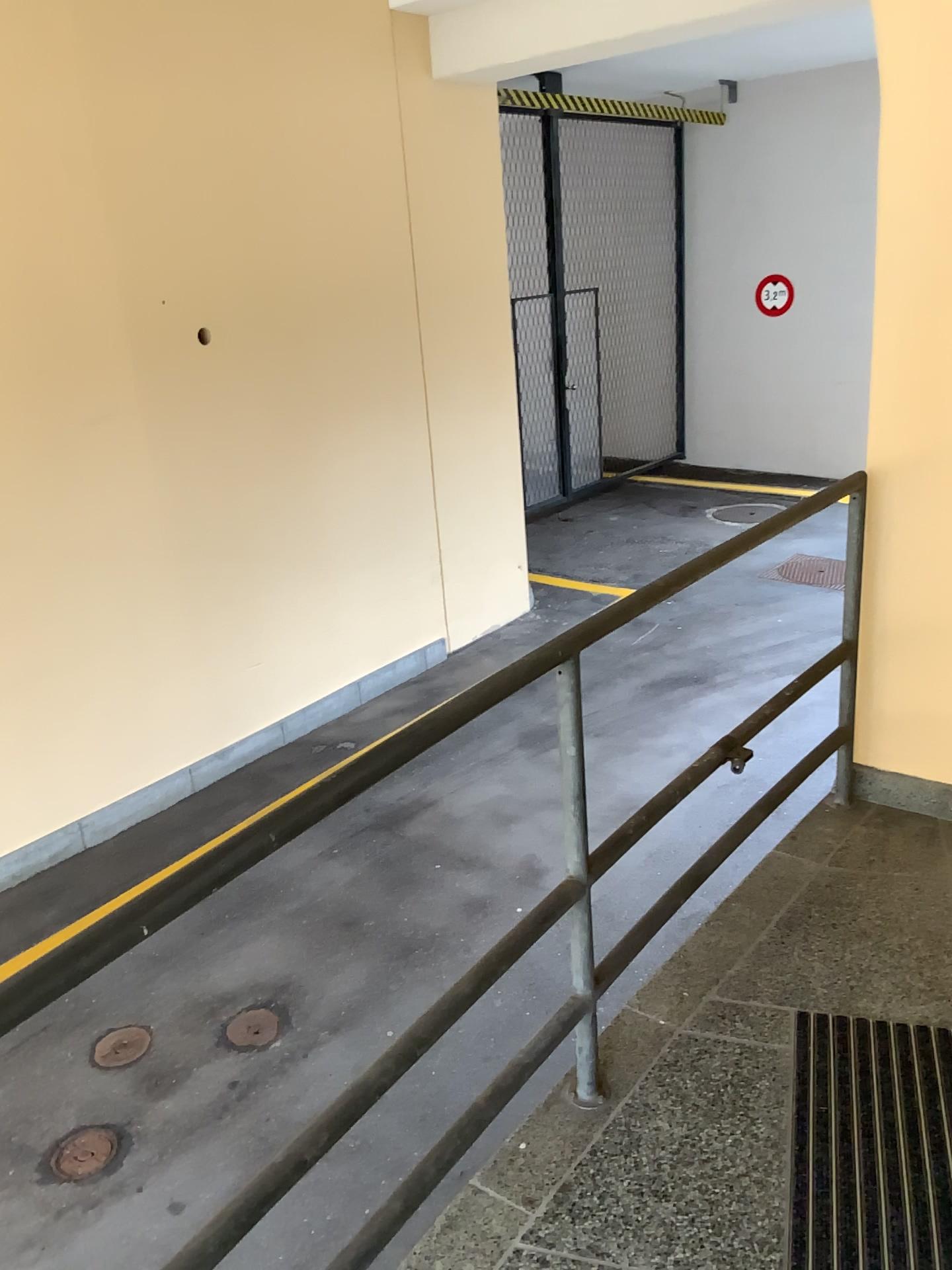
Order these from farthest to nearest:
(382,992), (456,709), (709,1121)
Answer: (382,992) → (709,1121) → (456,709)
